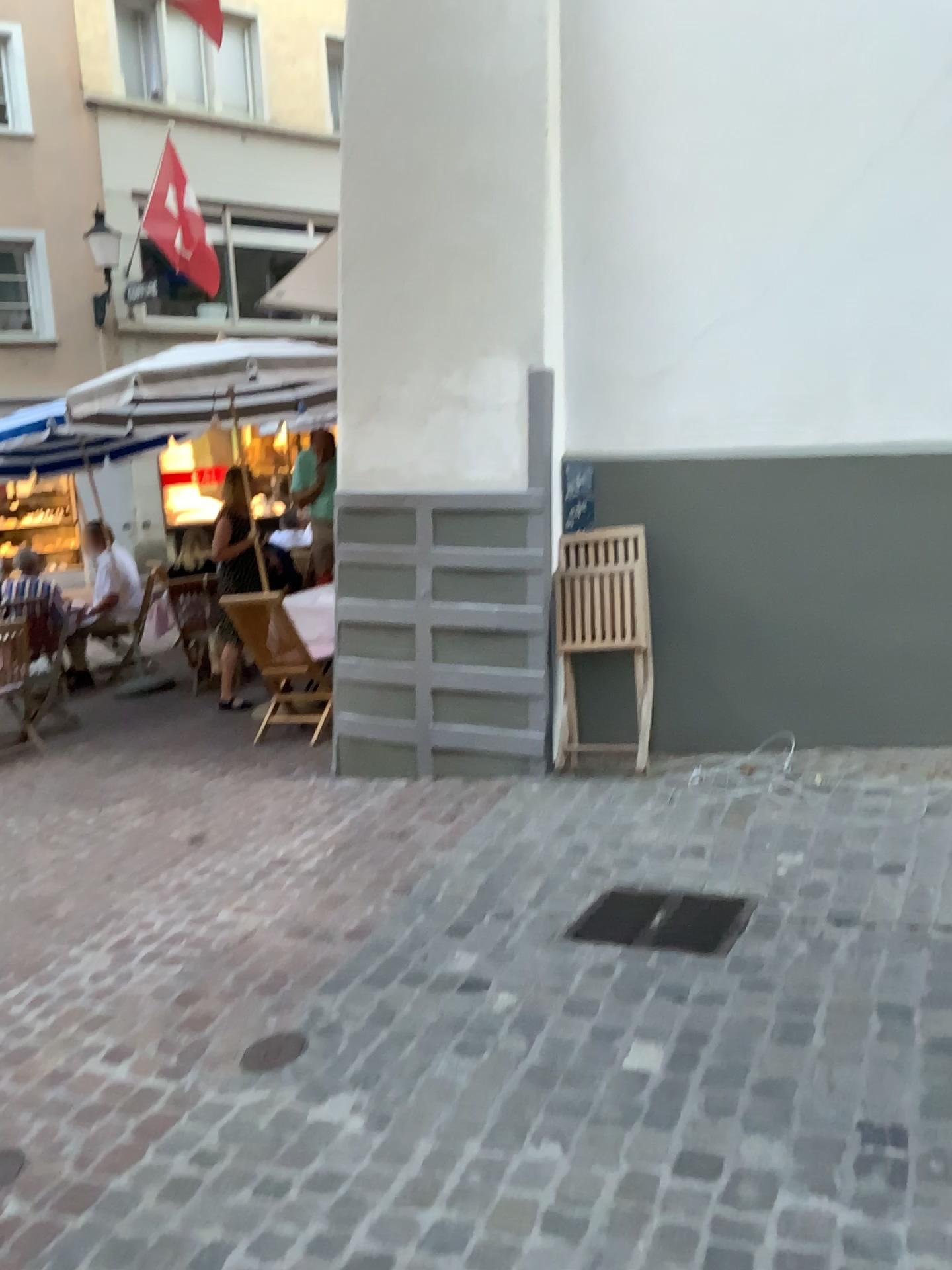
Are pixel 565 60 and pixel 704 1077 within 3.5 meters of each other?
no

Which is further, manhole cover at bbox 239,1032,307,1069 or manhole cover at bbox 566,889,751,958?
manhole cover at bbox 566,889,751,958

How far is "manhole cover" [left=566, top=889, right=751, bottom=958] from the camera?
3.09m

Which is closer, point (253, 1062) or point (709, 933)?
point (253, 1062)

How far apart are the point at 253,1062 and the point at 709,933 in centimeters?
133cm

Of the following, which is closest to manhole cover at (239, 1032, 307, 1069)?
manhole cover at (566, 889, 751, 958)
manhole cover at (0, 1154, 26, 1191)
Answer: manhole cover at (0, 1154, 26, 1191)

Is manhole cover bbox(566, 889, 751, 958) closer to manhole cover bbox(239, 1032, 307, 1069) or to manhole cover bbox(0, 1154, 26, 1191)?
manhole cover bbox(239, 1032, 307, 1069)

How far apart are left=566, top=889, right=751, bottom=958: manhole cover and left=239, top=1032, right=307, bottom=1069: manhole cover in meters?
0.9

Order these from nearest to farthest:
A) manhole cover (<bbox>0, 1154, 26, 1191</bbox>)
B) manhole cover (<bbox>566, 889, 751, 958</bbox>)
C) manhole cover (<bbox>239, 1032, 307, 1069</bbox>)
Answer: manhole cover (<bbox>0, 1154, 26, 1191</bbox>)
manhole cover (<bbox>239, 1032, 307, 1069</bbox>)
manhole cover (<bbox>566, 889, 751, 958</bbox>)

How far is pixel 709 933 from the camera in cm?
309
